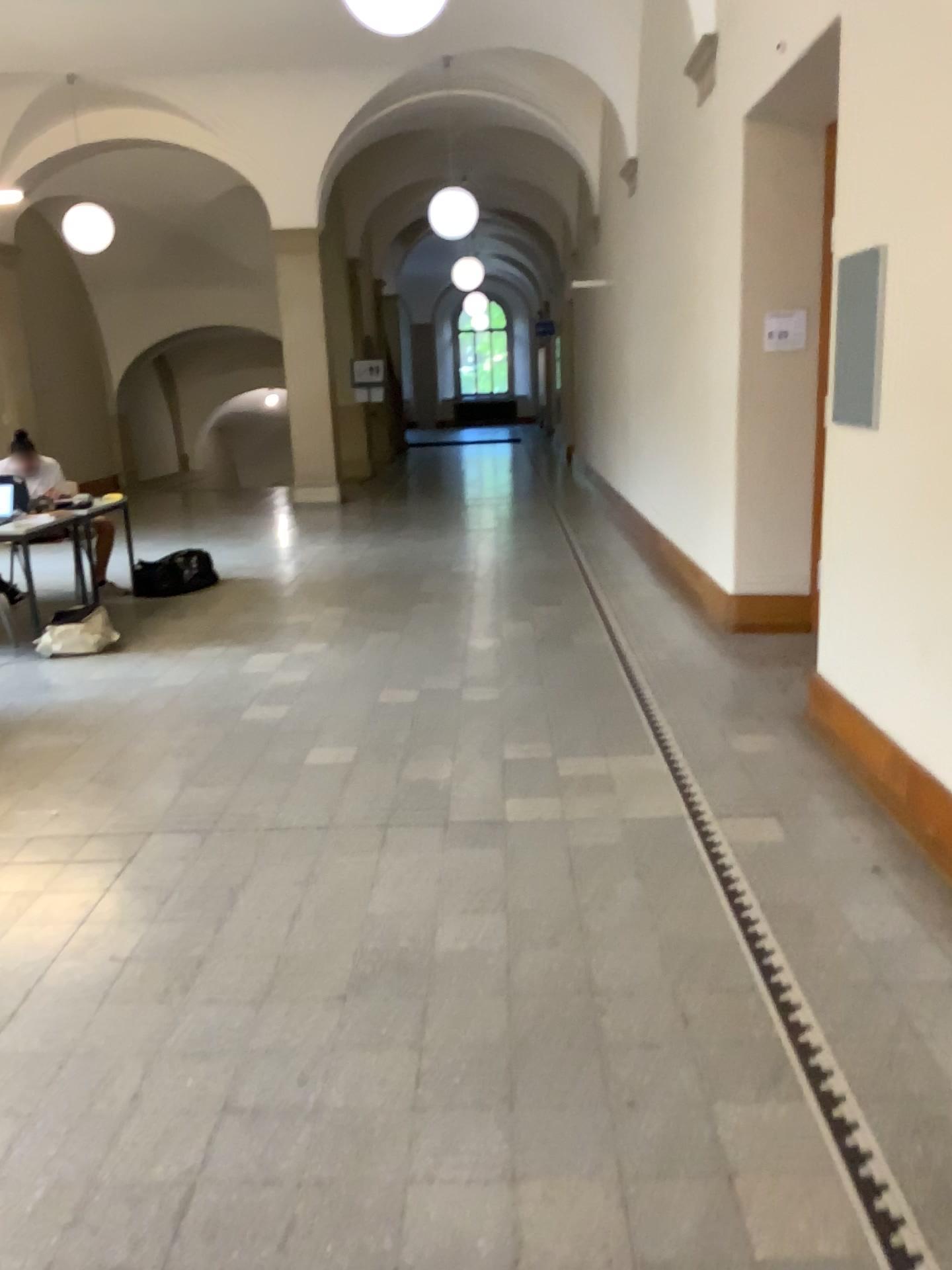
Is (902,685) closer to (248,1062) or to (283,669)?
(248,1062)
